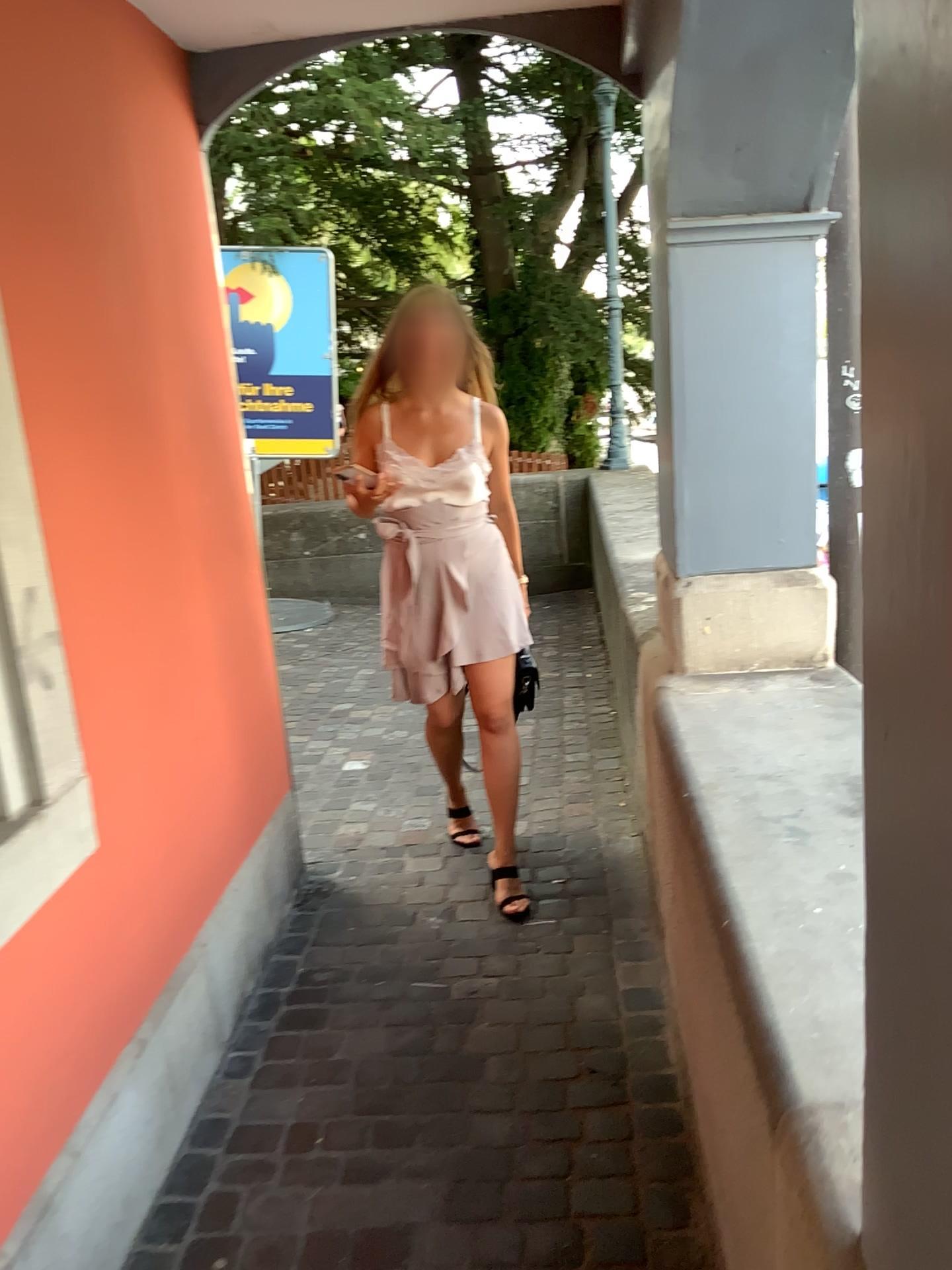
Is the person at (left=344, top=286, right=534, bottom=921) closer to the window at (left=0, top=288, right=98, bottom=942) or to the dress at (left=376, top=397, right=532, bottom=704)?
the dress at (left=376, top=397, right=532, bottom=704)

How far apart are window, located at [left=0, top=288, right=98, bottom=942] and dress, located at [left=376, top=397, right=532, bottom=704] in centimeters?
115cm

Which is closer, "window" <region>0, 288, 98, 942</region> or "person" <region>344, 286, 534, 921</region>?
"window" <region>0, 288, 98, 942</region>

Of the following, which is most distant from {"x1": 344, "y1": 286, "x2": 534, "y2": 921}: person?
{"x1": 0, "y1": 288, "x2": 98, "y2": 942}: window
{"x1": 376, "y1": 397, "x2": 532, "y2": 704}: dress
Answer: {"x1": 0, "y1": 288, "x2": 98, "y2": 942}: window

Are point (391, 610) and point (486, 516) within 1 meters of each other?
yes

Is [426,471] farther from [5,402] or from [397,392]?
[5,402]

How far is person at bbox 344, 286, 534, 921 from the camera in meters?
2.7 m

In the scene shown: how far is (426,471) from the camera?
2.7 meters

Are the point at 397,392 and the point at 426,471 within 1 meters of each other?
yes

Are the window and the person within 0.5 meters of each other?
no
